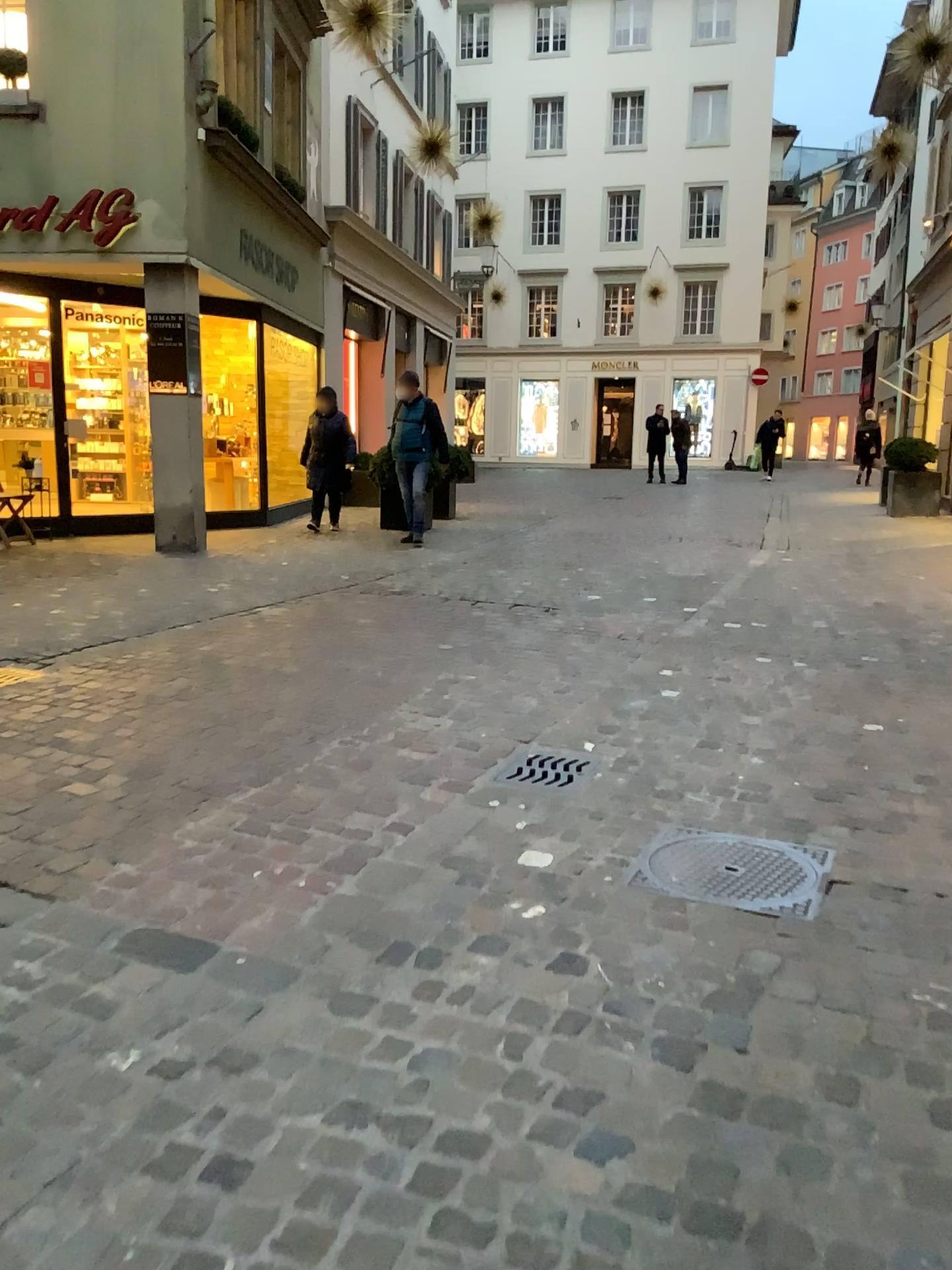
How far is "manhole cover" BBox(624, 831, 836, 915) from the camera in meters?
2.8

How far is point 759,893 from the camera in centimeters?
285cm

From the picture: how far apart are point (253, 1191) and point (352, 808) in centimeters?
175cm
